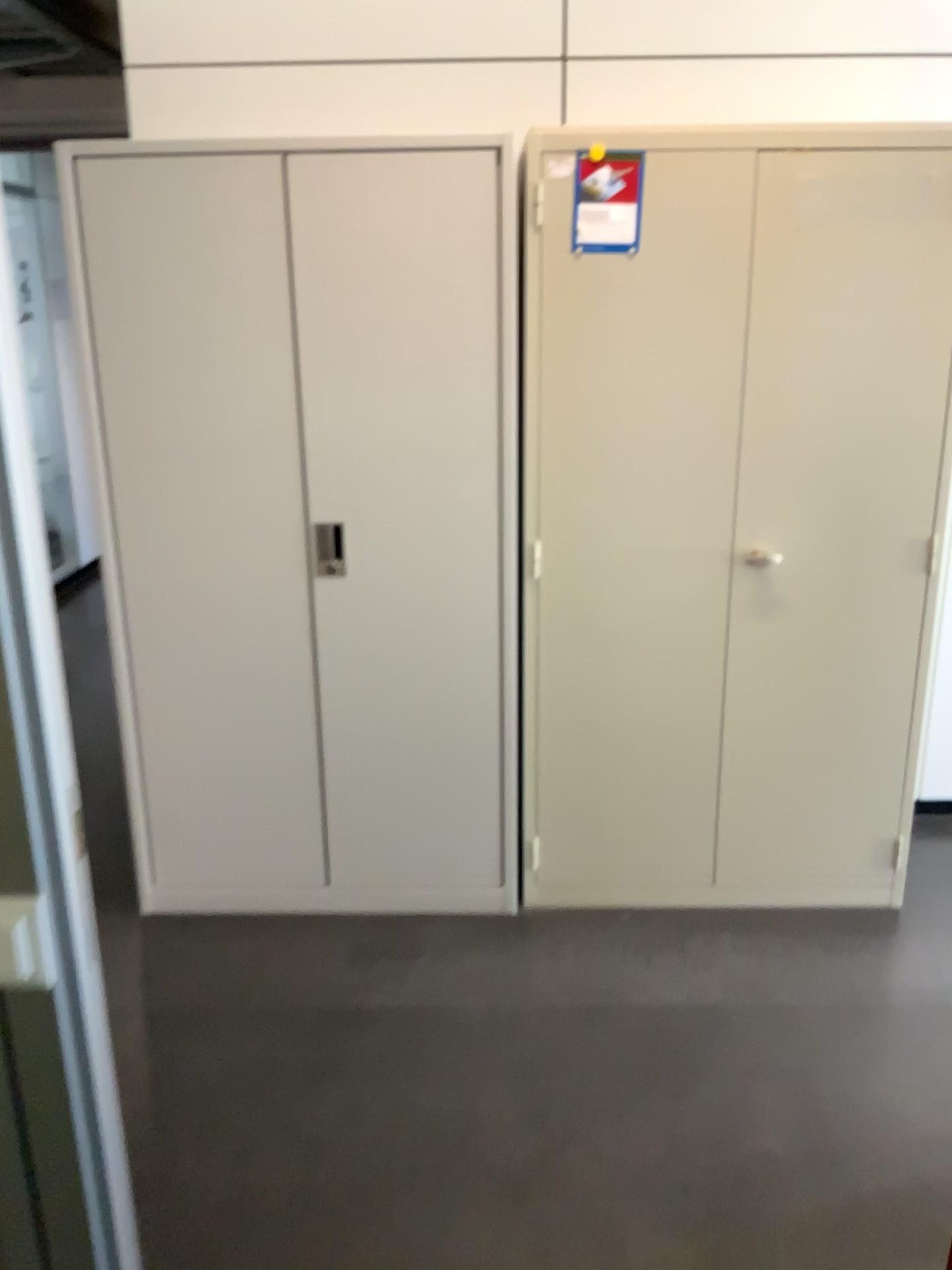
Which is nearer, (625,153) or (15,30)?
(625,153)

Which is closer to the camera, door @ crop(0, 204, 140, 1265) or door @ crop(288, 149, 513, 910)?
door @ crop(0, 204, 140, 1265)

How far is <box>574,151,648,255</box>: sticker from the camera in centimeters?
233cm

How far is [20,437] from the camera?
0.86m

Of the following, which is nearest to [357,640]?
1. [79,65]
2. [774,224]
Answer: [774,224]

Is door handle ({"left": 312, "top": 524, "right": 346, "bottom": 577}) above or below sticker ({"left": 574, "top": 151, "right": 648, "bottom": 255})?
below

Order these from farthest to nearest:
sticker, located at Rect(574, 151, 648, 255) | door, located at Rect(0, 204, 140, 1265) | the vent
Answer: the vent < sticker, located at Rect(574, 151, 648, 255) < door, located at Rect(0, 204, 140, 1265)

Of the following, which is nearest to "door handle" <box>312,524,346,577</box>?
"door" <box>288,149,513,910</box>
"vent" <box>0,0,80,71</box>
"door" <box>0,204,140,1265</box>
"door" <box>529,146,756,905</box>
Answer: "door" <box>288,149,513,910</box>

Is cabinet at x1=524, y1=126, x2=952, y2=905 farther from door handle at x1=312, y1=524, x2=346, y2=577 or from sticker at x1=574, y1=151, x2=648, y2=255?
door handle at x1=312, y1=524, x2=346, y2=577

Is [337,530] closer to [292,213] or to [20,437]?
[292,213]
